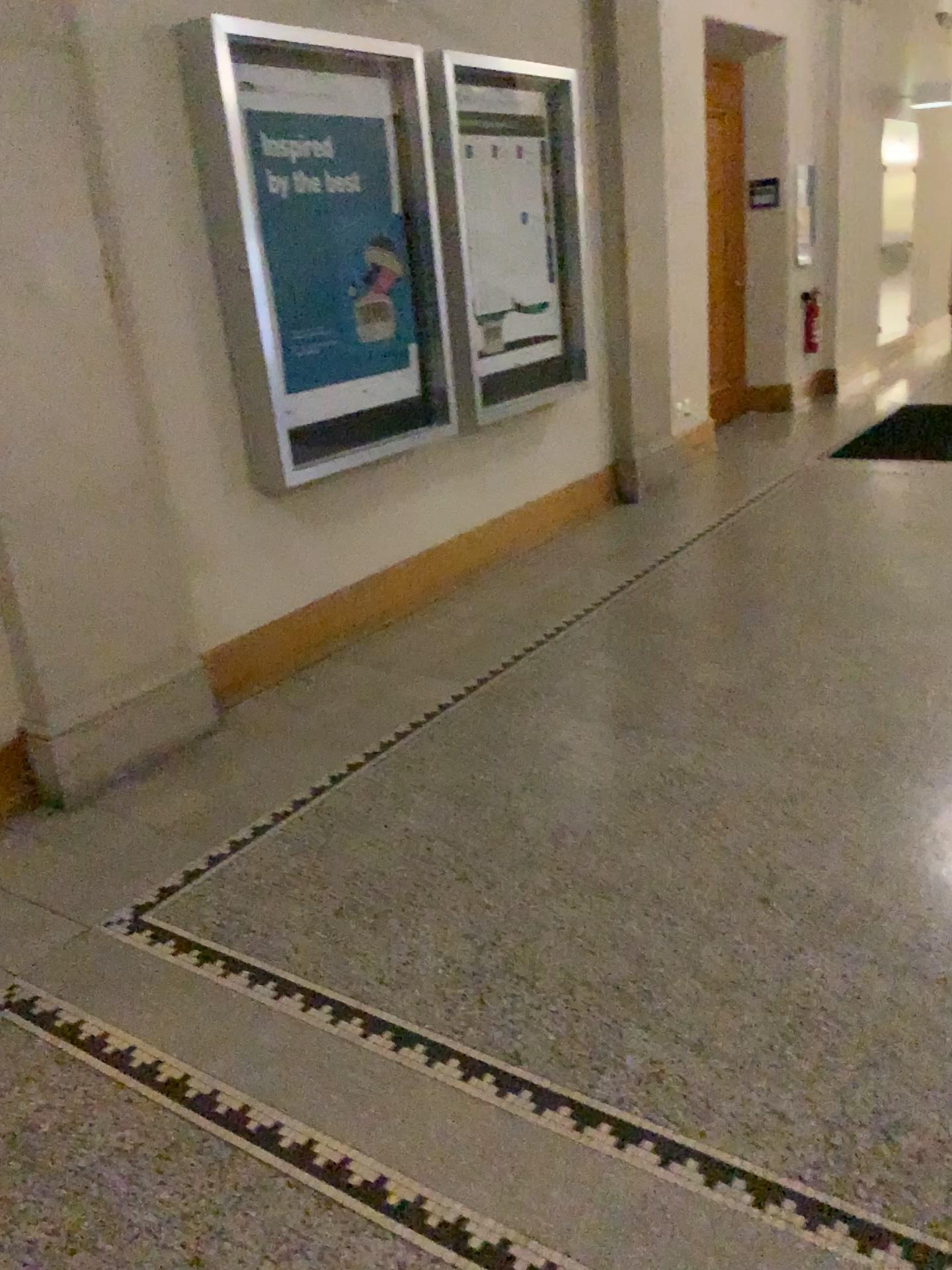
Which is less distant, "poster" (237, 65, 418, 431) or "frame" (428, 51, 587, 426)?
"poster" (237, 65, 418, 431)

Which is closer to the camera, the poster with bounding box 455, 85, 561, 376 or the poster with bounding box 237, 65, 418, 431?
the poster with bounding box 237, 65, 418, 431

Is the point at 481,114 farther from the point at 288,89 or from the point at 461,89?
the point at 288,89

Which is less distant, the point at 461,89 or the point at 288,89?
the point at 288,89

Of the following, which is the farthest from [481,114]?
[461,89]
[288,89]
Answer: [288,89]

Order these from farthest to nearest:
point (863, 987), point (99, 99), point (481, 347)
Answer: point (481, 347)
point (99, 99)
point (863, 987)
